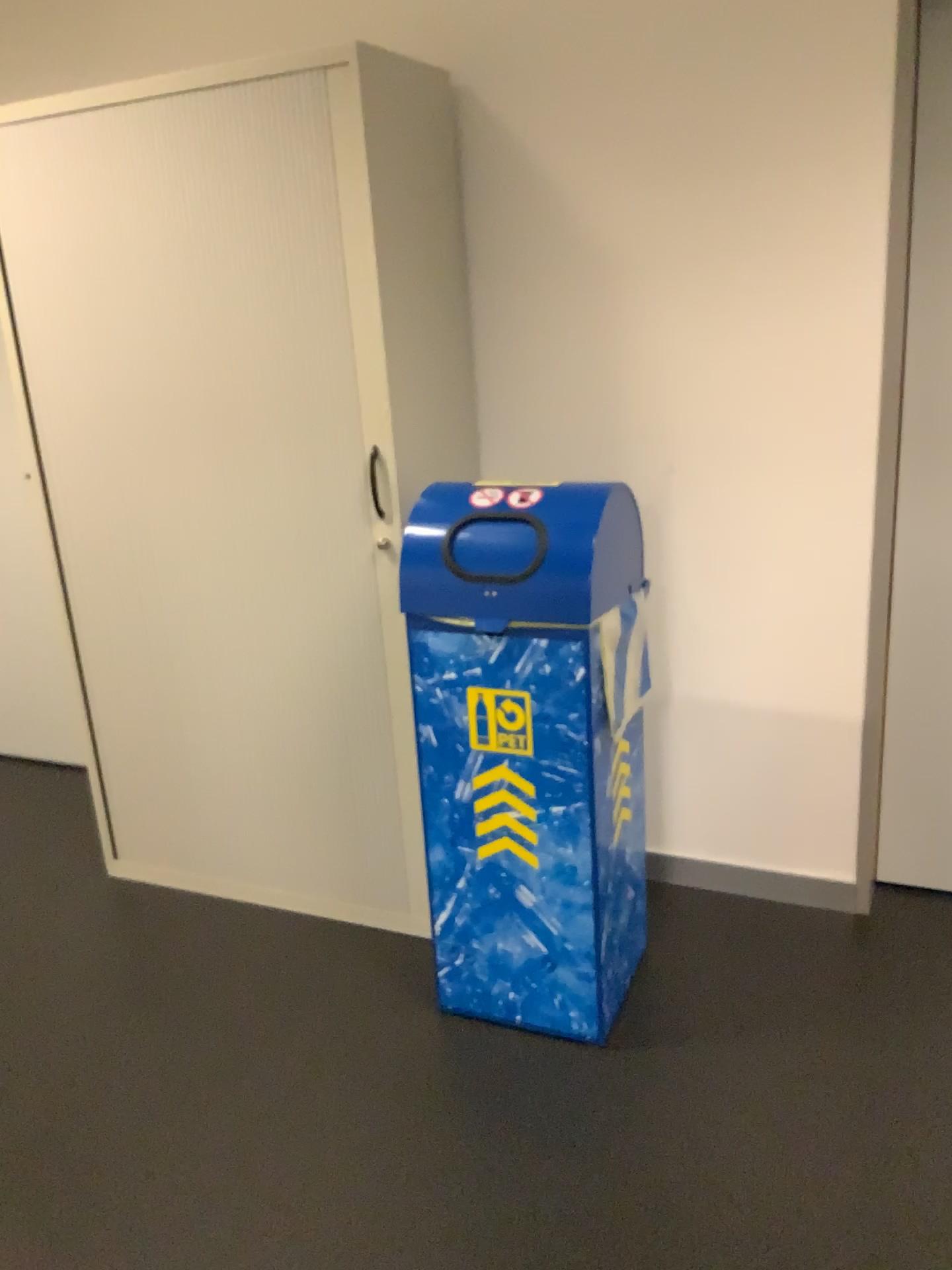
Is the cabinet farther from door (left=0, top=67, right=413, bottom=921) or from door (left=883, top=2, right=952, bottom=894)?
door (left=883, top=2, right=952, bottom=894)

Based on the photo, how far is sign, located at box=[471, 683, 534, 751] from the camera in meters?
2.0

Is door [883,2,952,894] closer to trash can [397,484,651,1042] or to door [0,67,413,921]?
trash can [397,484,651,1042]

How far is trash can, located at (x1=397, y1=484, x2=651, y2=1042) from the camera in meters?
1.9 m

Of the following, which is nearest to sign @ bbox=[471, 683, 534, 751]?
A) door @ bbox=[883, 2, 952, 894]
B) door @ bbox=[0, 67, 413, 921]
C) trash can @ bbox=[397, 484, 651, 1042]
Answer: trash can @ bbox=[397, 484, 651, 1042]

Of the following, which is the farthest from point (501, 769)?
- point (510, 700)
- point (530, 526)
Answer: point (530, 526)

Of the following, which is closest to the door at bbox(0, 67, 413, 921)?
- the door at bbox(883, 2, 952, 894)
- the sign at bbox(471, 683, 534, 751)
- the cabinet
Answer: the cabinet

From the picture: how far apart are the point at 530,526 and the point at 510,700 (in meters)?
0.32

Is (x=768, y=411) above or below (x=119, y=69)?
below

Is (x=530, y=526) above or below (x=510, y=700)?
above
